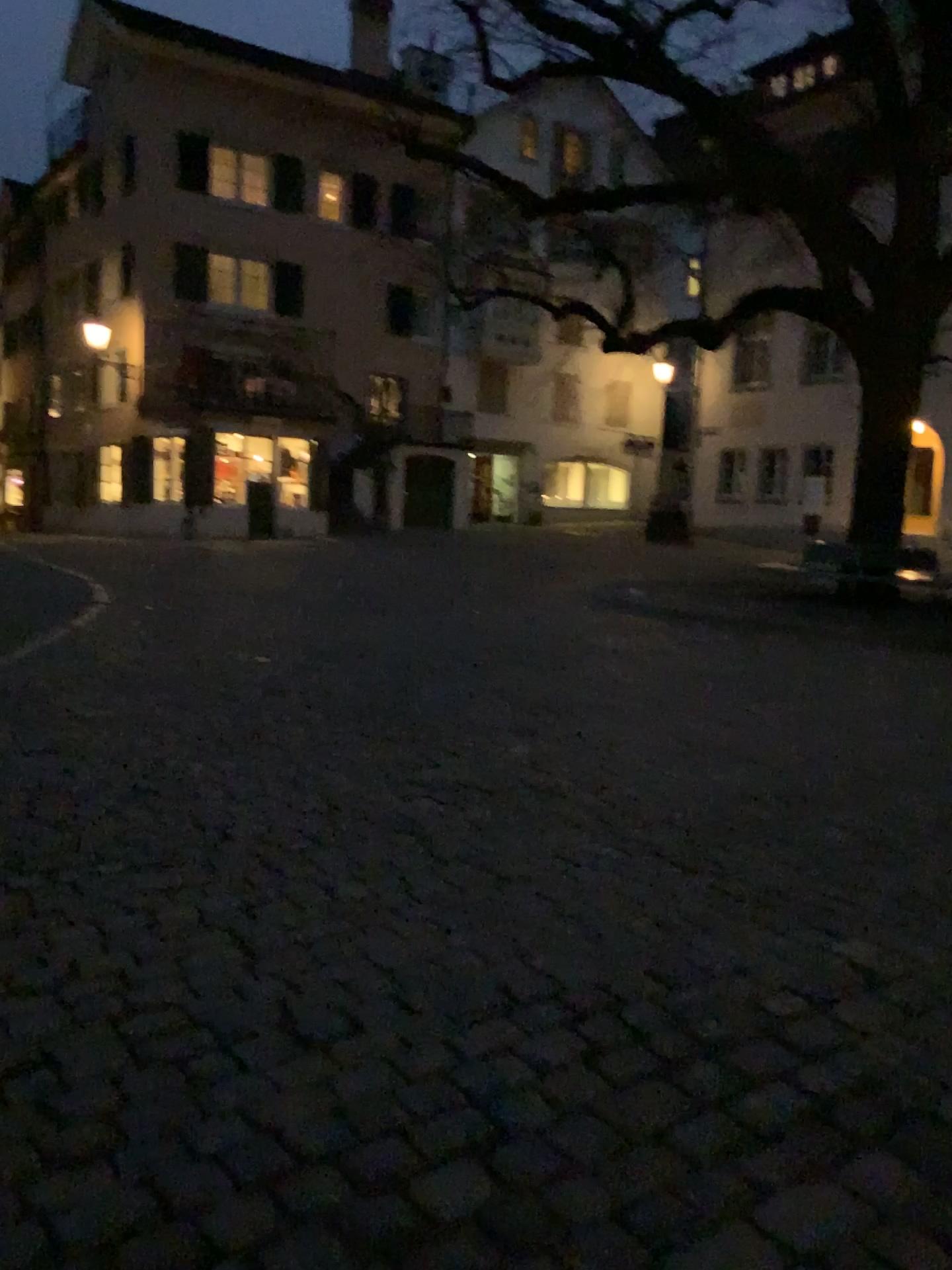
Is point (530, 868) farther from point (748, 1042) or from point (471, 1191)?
point (471, 1191)
